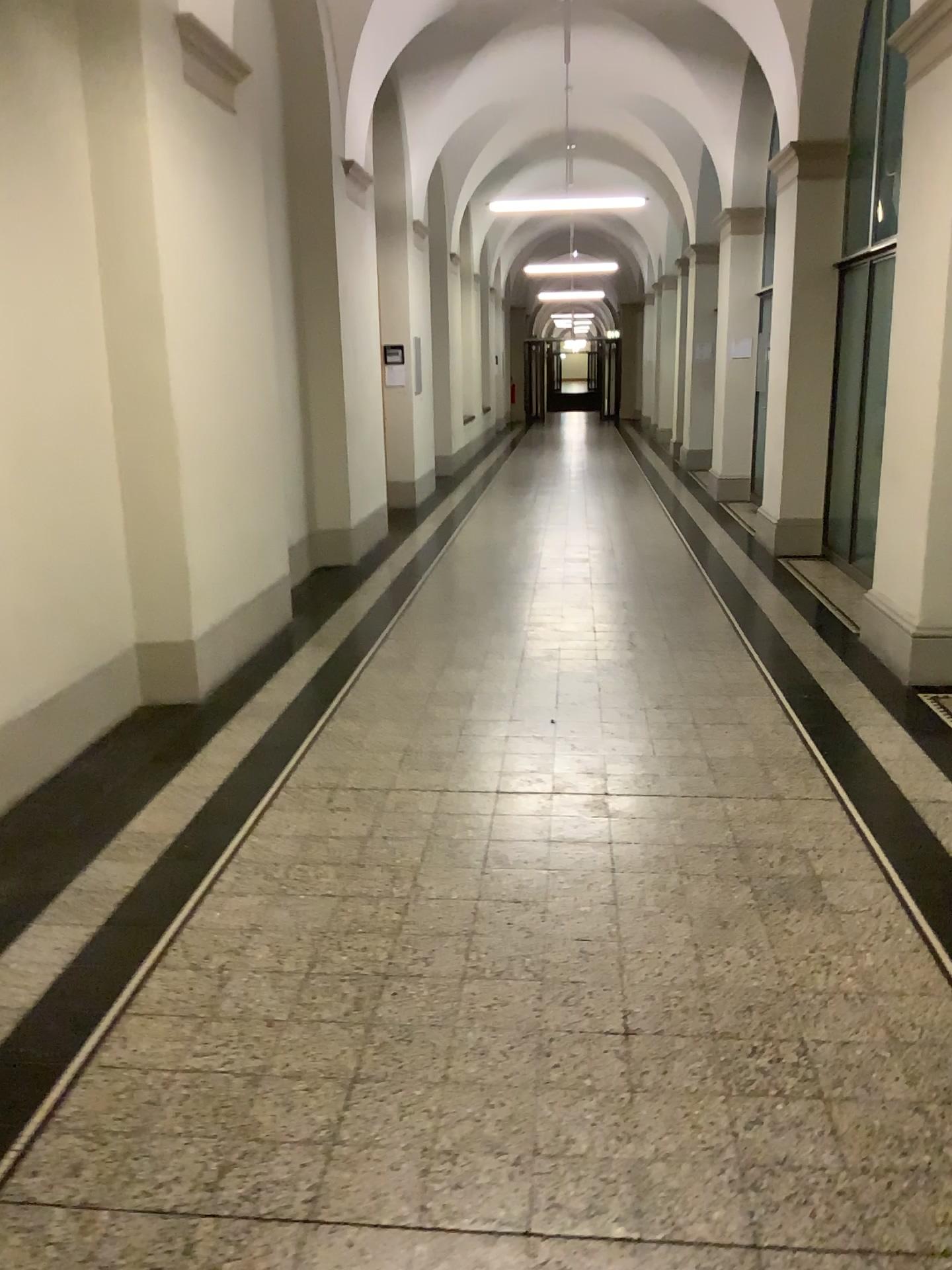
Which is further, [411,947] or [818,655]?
[818,655]
